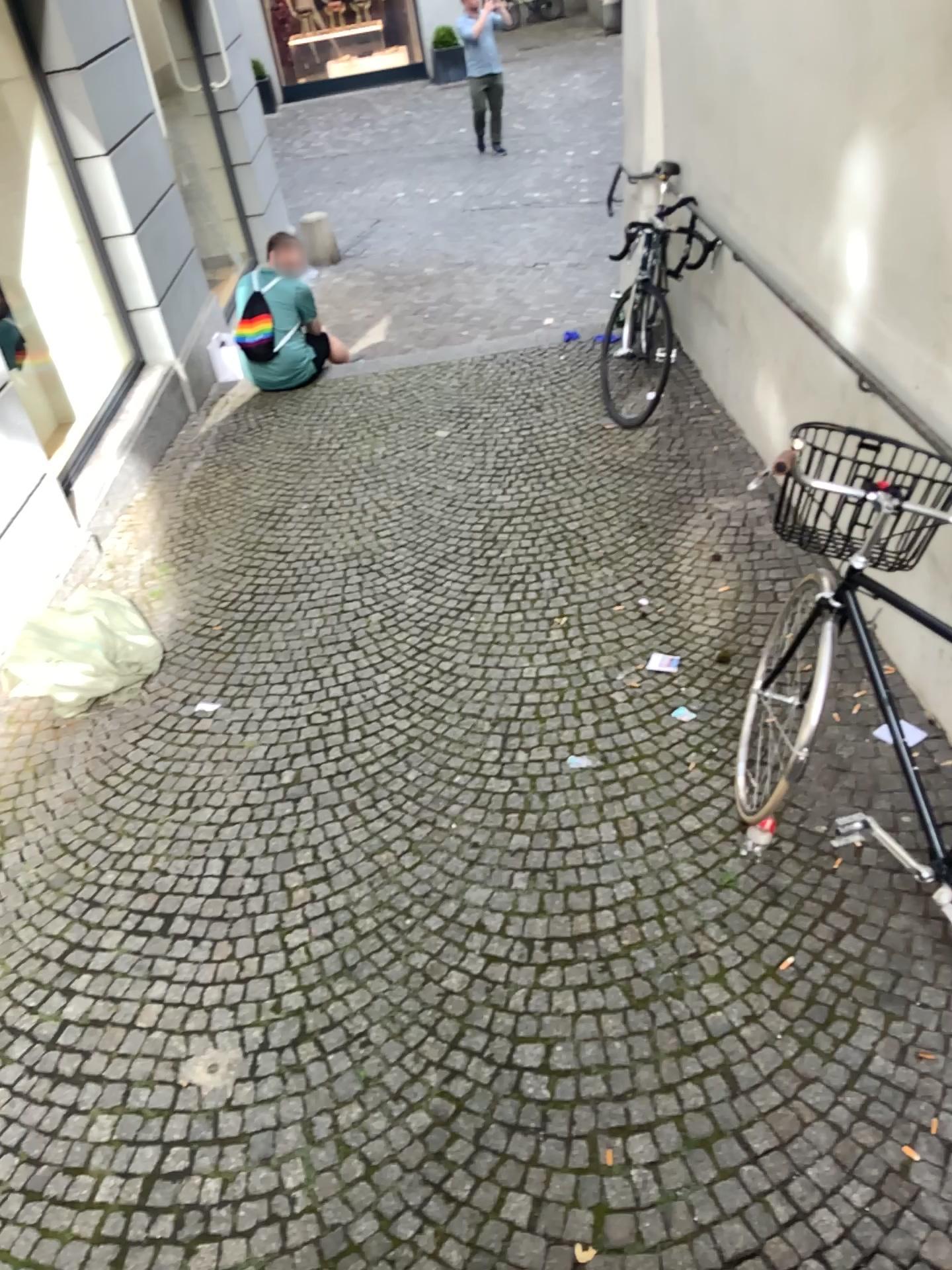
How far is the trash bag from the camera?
3.8m

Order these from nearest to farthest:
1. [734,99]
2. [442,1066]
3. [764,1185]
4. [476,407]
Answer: [764,1185]
[442,1066]
[734,99]
[476,407]

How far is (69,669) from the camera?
3.8 meters
